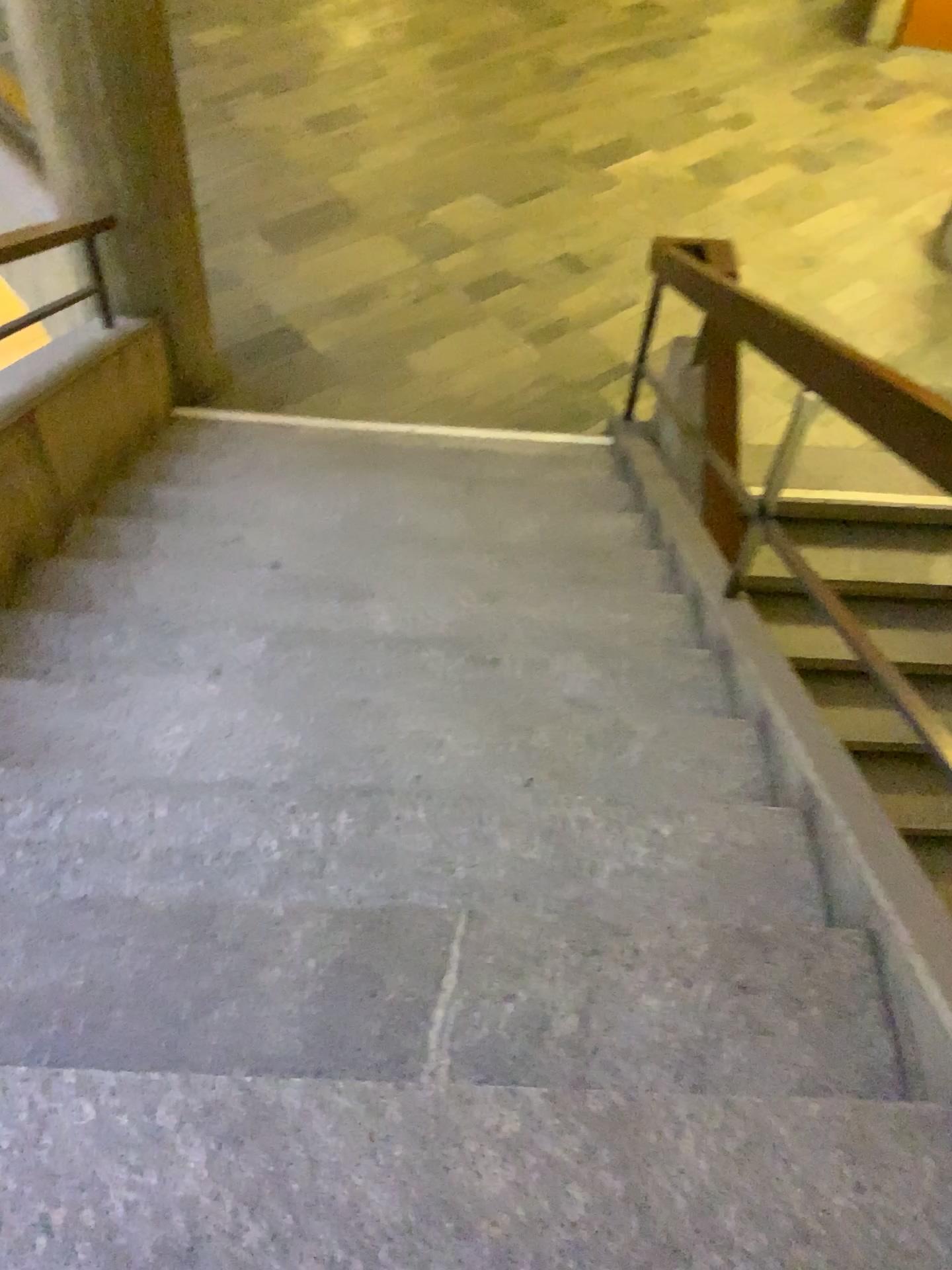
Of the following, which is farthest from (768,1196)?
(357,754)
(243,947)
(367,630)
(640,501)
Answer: (640,501)

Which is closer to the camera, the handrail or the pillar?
the handrail

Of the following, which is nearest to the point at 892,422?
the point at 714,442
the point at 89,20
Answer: the point at 714,442

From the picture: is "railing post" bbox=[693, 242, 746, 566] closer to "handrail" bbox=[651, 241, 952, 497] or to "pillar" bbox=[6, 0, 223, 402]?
"handrail" bbox=[651, 241, 952, 497]

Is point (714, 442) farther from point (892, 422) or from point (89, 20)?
point (89, 20)

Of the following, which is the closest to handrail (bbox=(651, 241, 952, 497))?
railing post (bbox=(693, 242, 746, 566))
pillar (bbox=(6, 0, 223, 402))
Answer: railing post (bbox=(693, 242, 746, 566))

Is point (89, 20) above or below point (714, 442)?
above

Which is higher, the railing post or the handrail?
the handrail
